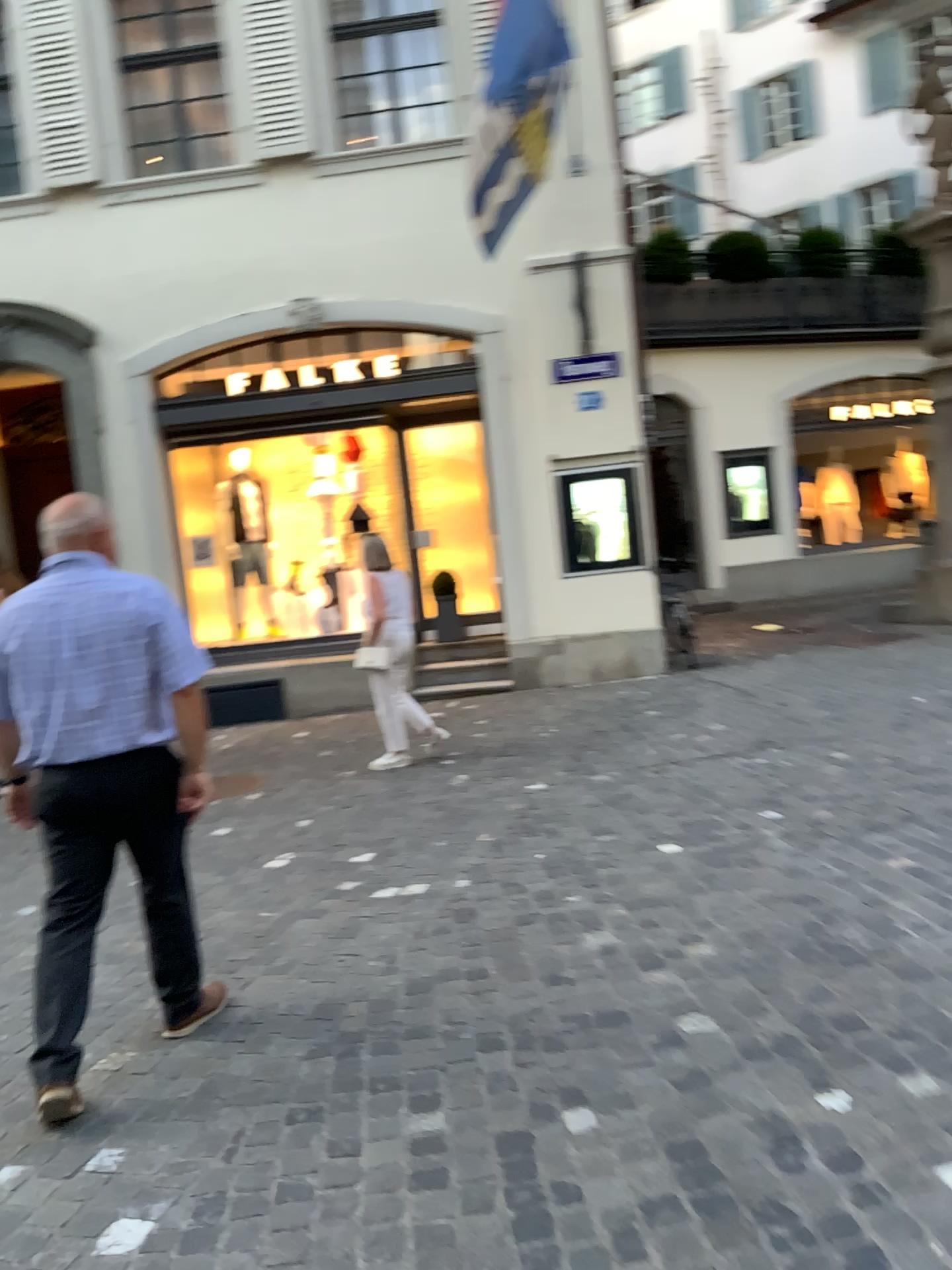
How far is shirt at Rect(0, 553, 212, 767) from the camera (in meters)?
2.88

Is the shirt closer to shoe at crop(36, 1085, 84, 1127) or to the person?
the person

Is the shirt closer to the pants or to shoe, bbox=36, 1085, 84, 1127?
the pants

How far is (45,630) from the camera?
2.9 meters

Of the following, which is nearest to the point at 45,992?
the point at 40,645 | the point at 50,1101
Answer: the point at 50,1101

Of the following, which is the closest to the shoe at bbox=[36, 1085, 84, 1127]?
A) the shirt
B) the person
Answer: the person

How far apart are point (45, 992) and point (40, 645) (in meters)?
0.94

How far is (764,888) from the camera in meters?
3.8

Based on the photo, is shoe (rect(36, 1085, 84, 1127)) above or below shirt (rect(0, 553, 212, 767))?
below
